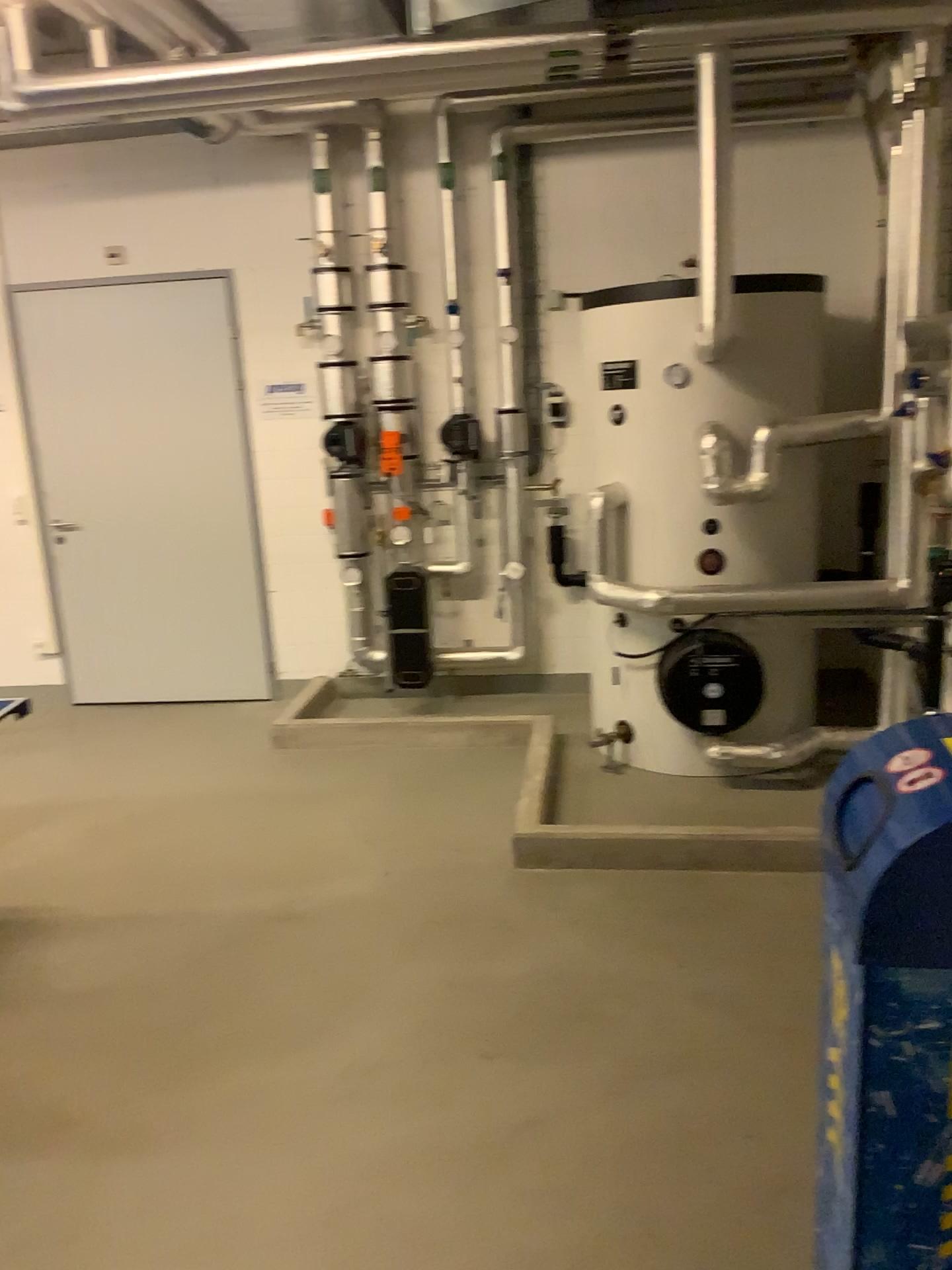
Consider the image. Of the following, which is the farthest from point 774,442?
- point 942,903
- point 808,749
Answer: point 942,903

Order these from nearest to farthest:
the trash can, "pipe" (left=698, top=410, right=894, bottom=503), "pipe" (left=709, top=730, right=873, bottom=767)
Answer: the trash can → "pipe" (left=698, top=410, right=894, bottom=503) → "pipe" (left=709, top=730, right=873, bottom=767)

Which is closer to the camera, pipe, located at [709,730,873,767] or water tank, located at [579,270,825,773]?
water tank, located at [579,270,825,773]

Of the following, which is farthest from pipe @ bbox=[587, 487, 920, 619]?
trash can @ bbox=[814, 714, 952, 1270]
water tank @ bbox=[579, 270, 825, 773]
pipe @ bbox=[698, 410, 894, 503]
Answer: trash can @ bbox=[814, 714, 952, 1270]

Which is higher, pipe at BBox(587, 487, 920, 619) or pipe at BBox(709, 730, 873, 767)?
pipe at BBox(587, 487, 920, 619)

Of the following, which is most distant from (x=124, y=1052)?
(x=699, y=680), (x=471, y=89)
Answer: (x=471, y=89)

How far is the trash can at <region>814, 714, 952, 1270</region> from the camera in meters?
1.5 m

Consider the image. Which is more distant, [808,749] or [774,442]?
[808,749]

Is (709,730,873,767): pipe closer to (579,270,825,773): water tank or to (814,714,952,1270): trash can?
(579,270,825,773): water tank

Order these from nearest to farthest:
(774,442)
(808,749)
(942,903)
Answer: (942,903)
(774,442)
(808,749)
